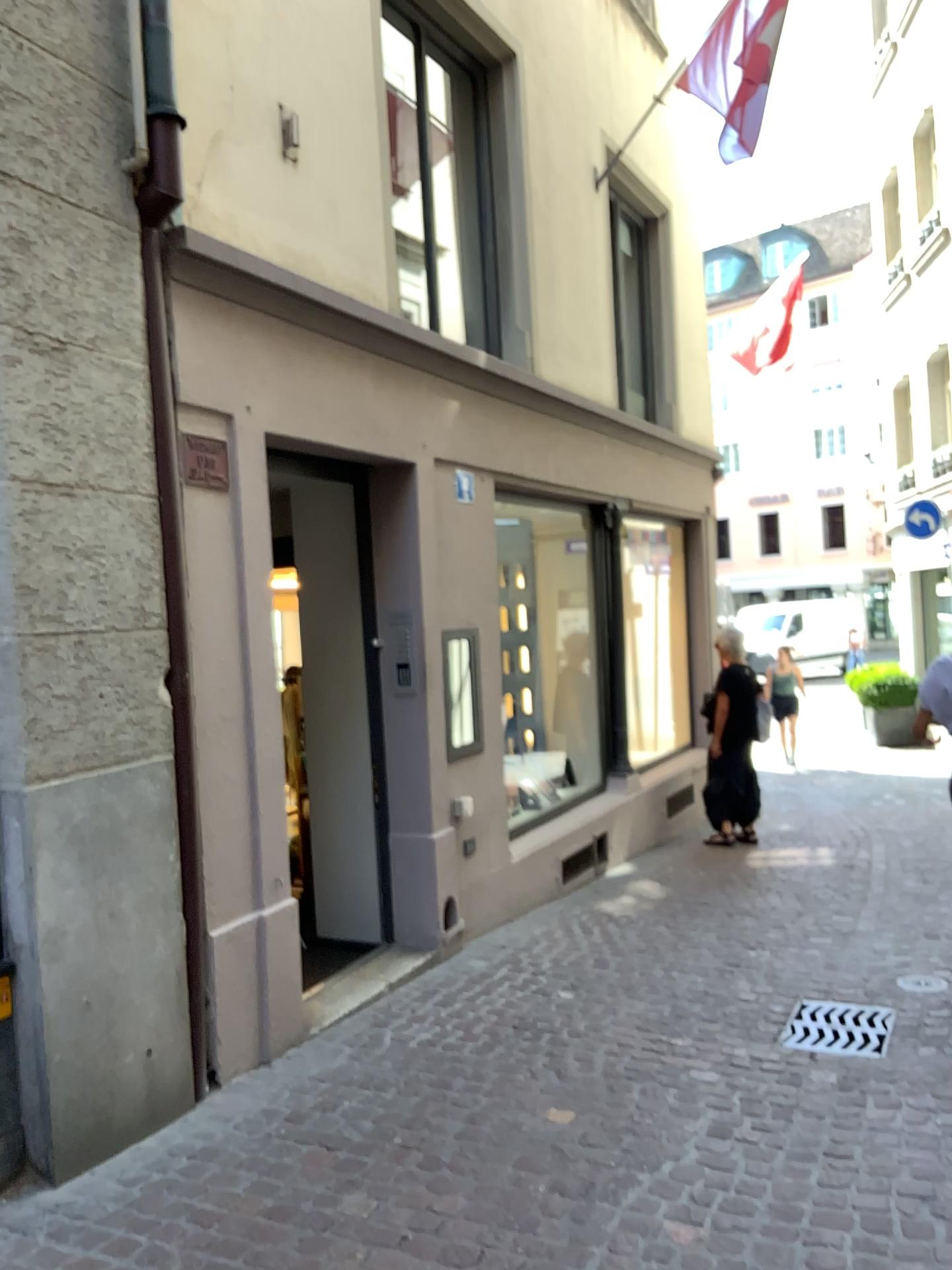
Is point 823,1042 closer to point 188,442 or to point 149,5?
point 188,442

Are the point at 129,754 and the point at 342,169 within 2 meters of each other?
no

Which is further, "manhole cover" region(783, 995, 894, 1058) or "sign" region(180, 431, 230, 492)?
"manhole cover" region(783, 995, 894, 1058)

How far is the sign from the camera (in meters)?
3.59

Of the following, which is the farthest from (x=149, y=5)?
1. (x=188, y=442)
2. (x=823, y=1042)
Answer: (x=823, y=1042)

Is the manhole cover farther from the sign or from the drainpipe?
the sign

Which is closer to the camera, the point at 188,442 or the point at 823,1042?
the point at 188,442

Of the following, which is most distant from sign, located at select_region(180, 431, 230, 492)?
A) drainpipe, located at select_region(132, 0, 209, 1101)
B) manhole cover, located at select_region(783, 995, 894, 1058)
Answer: manhole cover, located at select_region(783, 995, 894, 1058)

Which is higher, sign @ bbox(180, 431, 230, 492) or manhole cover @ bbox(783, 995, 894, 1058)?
sign @ bbox(180, 431, 230, 492)
